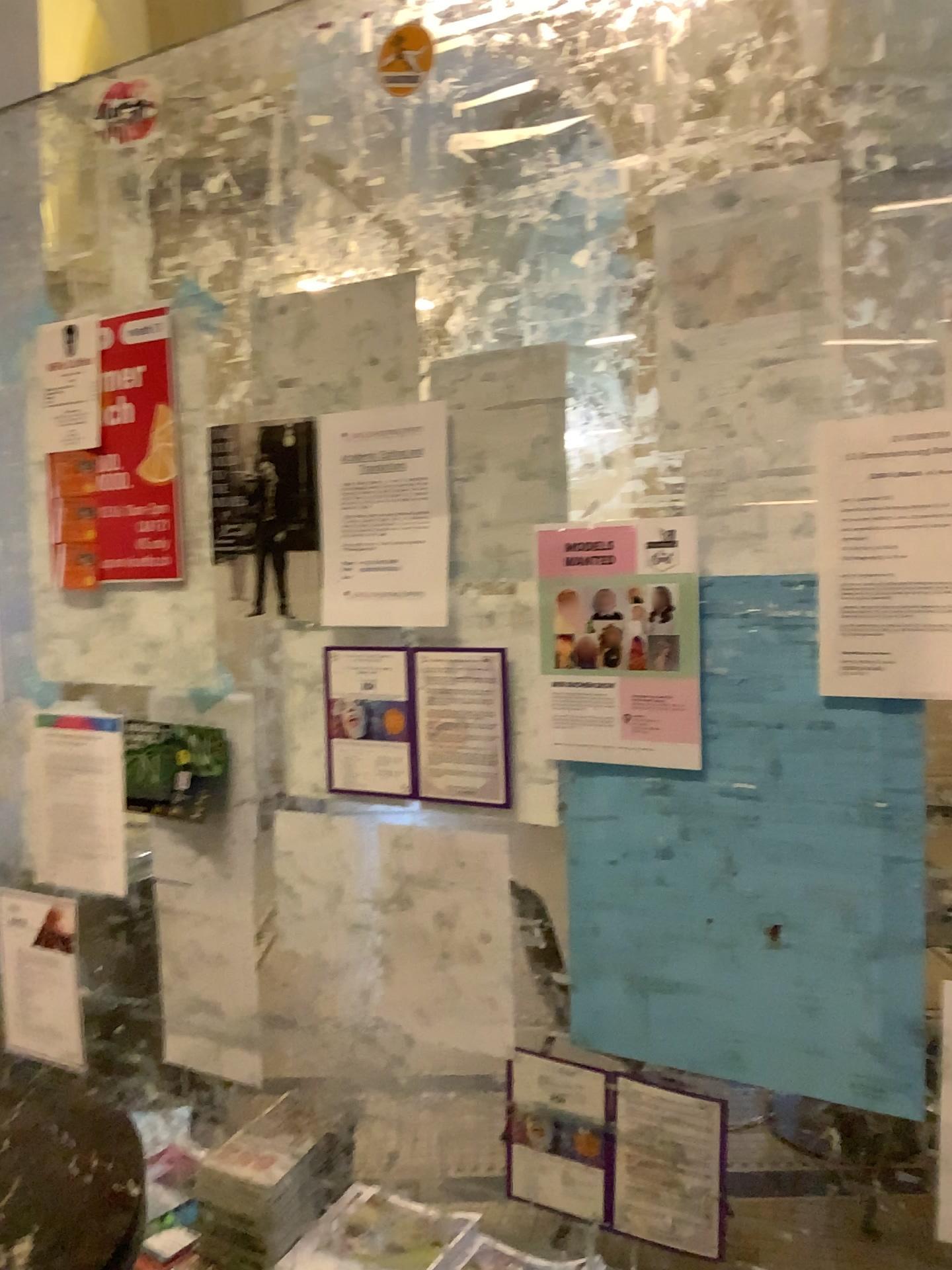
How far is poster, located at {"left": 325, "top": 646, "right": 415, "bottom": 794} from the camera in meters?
1.4

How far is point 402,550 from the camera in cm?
143

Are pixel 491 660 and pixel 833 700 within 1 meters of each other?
yes

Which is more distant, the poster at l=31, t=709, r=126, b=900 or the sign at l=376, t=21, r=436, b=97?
the poster at l=31, t=709, r=126, b=900

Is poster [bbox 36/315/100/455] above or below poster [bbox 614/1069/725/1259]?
above

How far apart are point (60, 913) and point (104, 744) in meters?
0.3

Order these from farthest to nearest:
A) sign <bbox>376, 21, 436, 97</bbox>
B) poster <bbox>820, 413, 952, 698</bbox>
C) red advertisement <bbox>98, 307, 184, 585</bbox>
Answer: red advertisement <bbox>98, 307, 184, 585</bbox> → sign <bbox>376, 21, 436, 97</bbox> → poster <bbox>820, 413, 952, 698</bbox>

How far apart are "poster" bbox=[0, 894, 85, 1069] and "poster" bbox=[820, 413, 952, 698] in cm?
136

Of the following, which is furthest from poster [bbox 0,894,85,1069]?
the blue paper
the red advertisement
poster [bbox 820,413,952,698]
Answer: poster [bbox 820,413,952,698]

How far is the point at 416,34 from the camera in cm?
137
